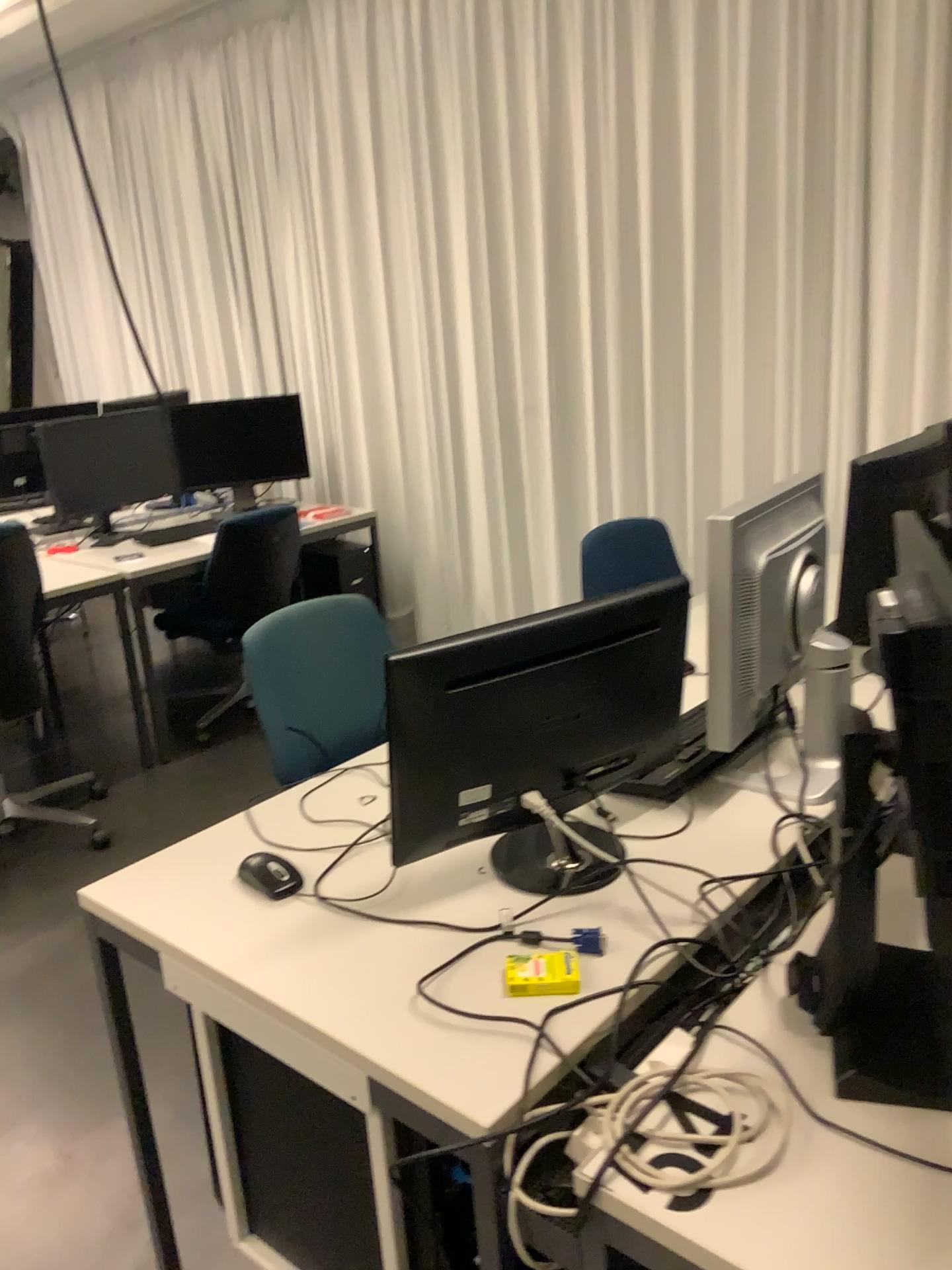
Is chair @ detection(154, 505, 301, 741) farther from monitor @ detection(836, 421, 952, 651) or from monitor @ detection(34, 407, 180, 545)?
monitor @ detection(836, 421, 952, 651)

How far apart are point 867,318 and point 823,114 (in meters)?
0.60

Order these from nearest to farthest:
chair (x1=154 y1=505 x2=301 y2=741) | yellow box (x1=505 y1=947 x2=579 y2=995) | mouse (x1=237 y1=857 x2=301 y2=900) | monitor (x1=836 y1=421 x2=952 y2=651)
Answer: yellow box (x1=505 y1=947 x2=579 y2=995) → mouse (x1=237 y1=857 x2=301 y2=900) → monitor (x1=836 y1=421 x2=952 y2=651) → chair (x1=154 y1=505 x2=301 y2=741)

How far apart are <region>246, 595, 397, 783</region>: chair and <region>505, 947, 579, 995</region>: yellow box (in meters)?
0.87

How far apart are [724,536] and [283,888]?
0.8 meters

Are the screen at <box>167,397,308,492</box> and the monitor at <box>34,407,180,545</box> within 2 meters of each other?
yes

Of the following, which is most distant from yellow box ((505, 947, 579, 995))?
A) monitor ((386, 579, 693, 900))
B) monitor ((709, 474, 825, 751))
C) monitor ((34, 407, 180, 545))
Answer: monitor ((34, 407, 180, 545))

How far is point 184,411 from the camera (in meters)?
4.44

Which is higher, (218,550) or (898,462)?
(898,462)

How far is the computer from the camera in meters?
4.4 m
